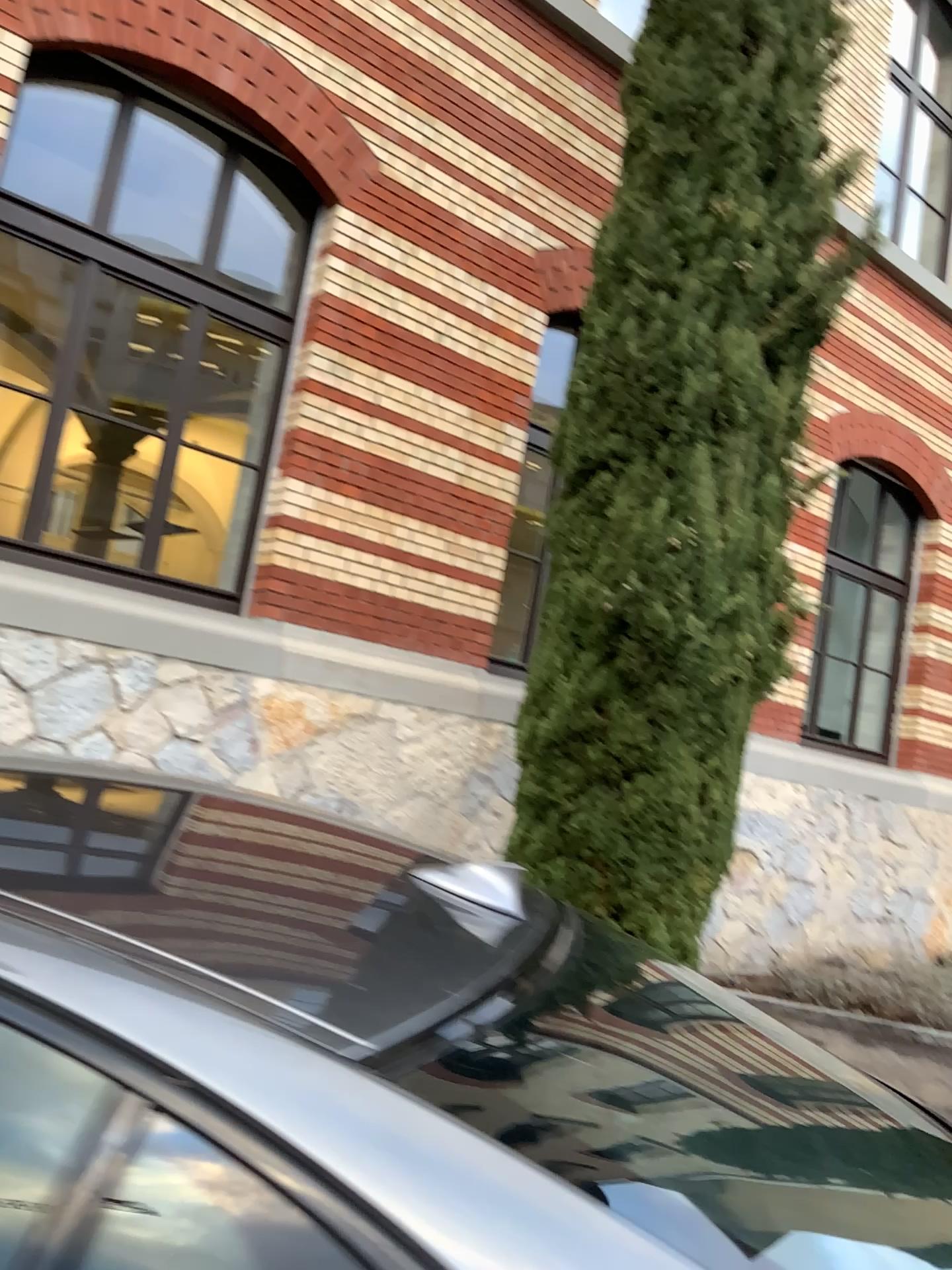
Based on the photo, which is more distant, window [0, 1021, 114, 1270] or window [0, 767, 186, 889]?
window [0, 767, 186, 889]

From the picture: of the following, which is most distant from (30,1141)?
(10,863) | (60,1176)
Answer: (10,863)

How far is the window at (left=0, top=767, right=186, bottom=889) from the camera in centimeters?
107cm

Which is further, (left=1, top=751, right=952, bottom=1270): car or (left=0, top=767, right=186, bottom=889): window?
(left=0, top=767, right=186, bottom=889): window

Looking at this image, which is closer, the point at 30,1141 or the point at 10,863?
the point at 30,1141

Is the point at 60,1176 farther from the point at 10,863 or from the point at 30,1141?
the point at 10,863

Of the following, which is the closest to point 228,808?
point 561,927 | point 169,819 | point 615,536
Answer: point 169,819
